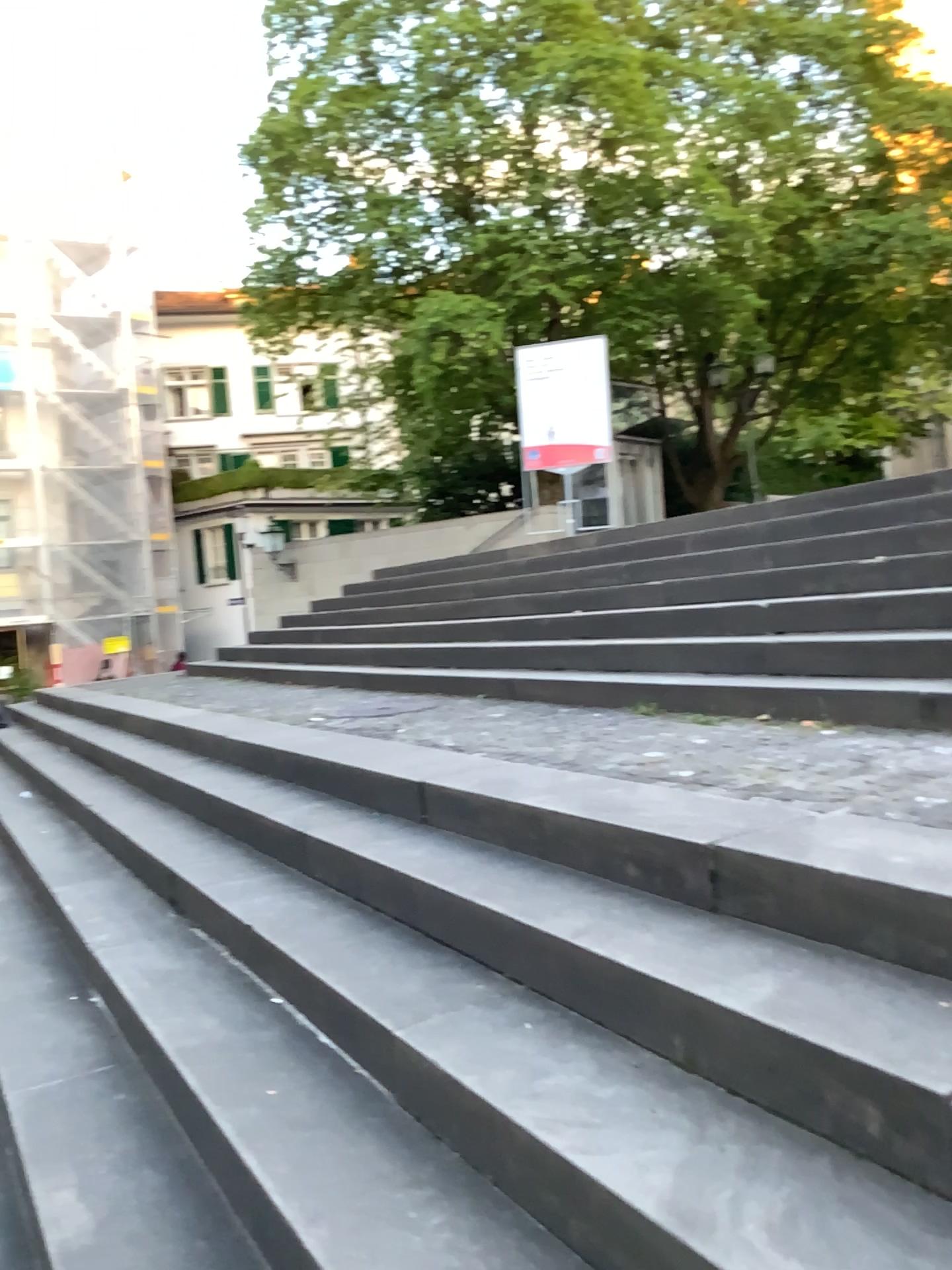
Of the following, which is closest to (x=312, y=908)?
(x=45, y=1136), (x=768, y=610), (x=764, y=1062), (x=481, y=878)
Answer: (x=481, y=878)
